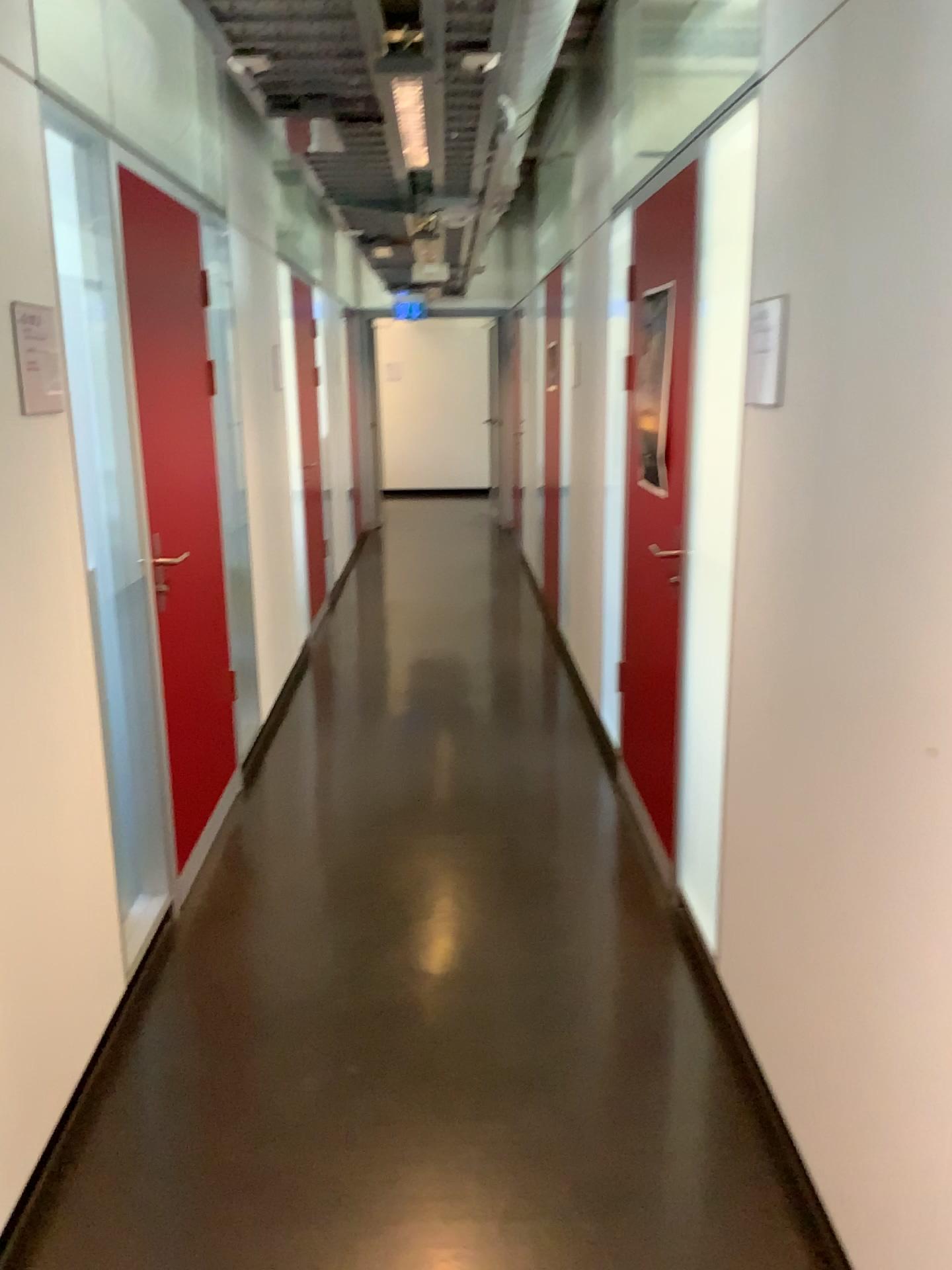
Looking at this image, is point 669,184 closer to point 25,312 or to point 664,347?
point 664,347

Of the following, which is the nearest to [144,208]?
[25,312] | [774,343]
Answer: [25,312]

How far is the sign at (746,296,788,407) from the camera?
2.11m

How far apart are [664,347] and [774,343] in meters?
0.9

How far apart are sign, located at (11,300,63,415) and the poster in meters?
1.6 m

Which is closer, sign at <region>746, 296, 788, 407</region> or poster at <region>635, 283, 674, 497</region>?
sign at <region>746, 296, 788, 407</region>

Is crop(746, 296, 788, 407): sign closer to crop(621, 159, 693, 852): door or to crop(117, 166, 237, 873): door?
crop(621, 159, 693, 852): door

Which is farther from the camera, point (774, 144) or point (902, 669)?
point (774, 144)

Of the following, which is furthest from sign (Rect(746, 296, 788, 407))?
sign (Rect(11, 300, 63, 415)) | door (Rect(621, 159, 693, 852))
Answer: sign (Rect(11, 300, 63, 415))

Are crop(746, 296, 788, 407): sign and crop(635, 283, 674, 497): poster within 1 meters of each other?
yes
